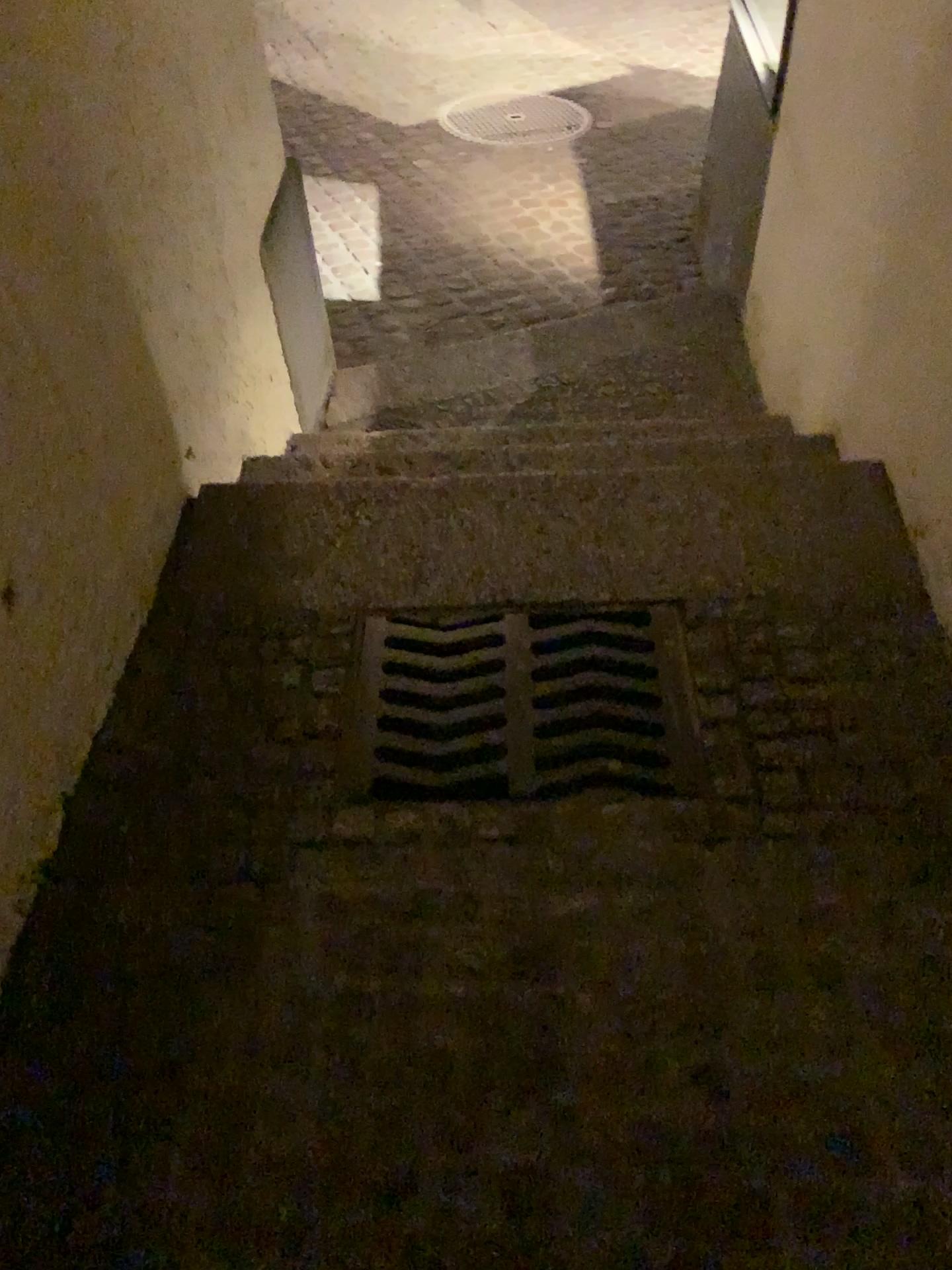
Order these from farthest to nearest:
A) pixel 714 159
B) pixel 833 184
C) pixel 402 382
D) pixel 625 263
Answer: pixel 625 263
pixel 714 159
pixel 402 382
pixel 833 184

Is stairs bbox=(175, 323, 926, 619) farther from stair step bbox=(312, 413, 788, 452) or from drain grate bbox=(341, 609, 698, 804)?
stair step bbox=(312, 413, 788, 452)

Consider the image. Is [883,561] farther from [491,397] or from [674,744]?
[491,397]

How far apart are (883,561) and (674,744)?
0.5 meters

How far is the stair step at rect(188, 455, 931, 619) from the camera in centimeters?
176cm

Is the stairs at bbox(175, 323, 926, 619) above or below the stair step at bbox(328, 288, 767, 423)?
above

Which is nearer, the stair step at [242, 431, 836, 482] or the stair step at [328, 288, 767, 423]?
the stair step at [242, 431, 836, 482]

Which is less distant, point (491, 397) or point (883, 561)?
point (883, 561)

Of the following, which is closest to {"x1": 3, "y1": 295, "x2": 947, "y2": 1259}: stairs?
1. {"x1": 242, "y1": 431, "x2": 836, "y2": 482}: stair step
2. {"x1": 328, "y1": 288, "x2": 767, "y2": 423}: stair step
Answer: {"x1": 242, "y1": 431, "x2": 836, "y2": 482}: stair step

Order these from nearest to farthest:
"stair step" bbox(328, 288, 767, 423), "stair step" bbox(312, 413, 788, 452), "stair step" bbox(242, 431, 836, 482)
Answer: "stair step" bbox(242, 431, 836, 482) → "stair step" bbox(312, 413, 788, 452) → "stair step" bbox(328, 288, 767, 423)
